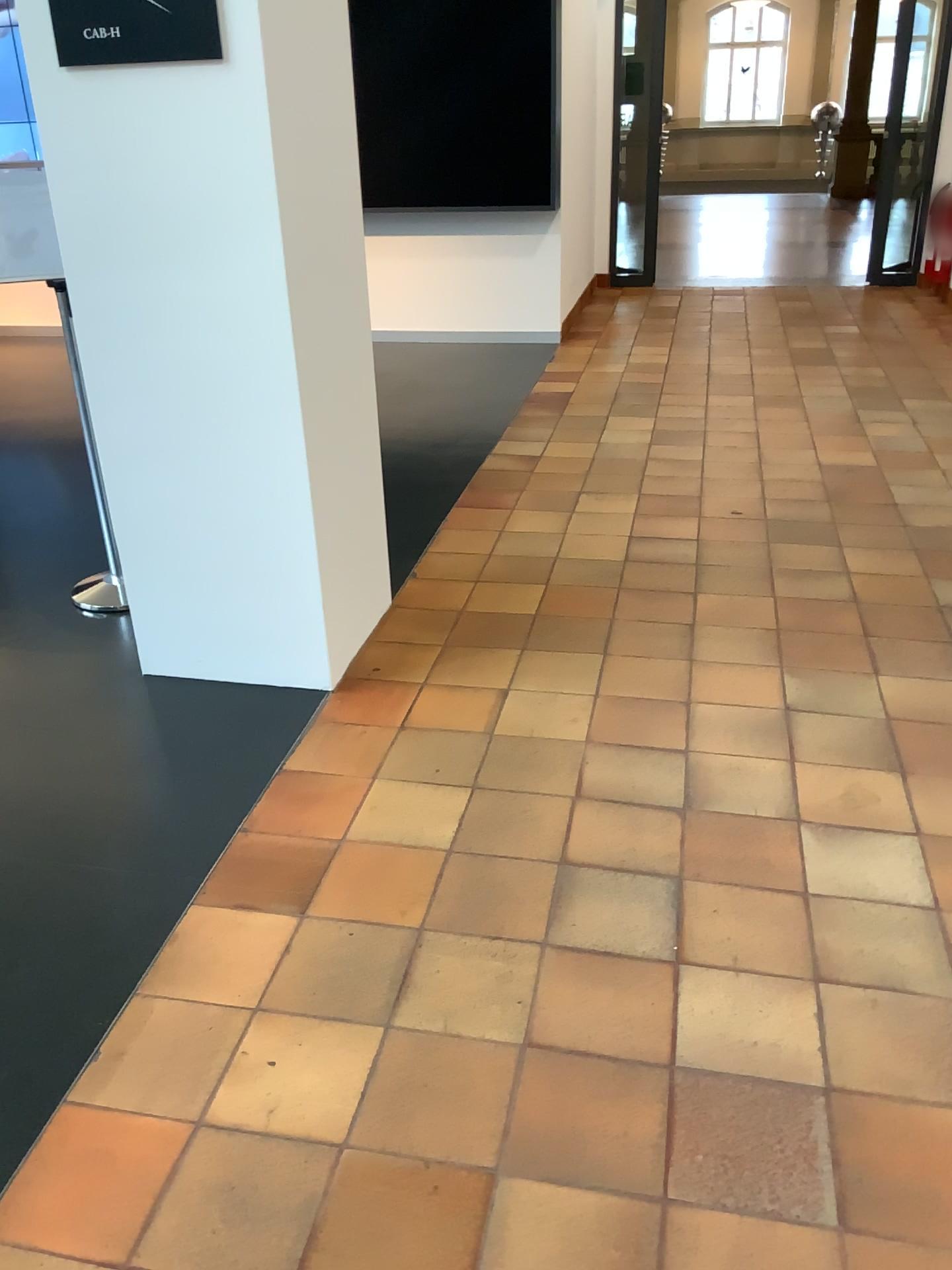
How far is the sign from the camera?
2.3m

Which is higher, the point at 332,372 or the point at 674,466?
the point at 332,372

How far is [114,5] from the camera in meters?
2.3
